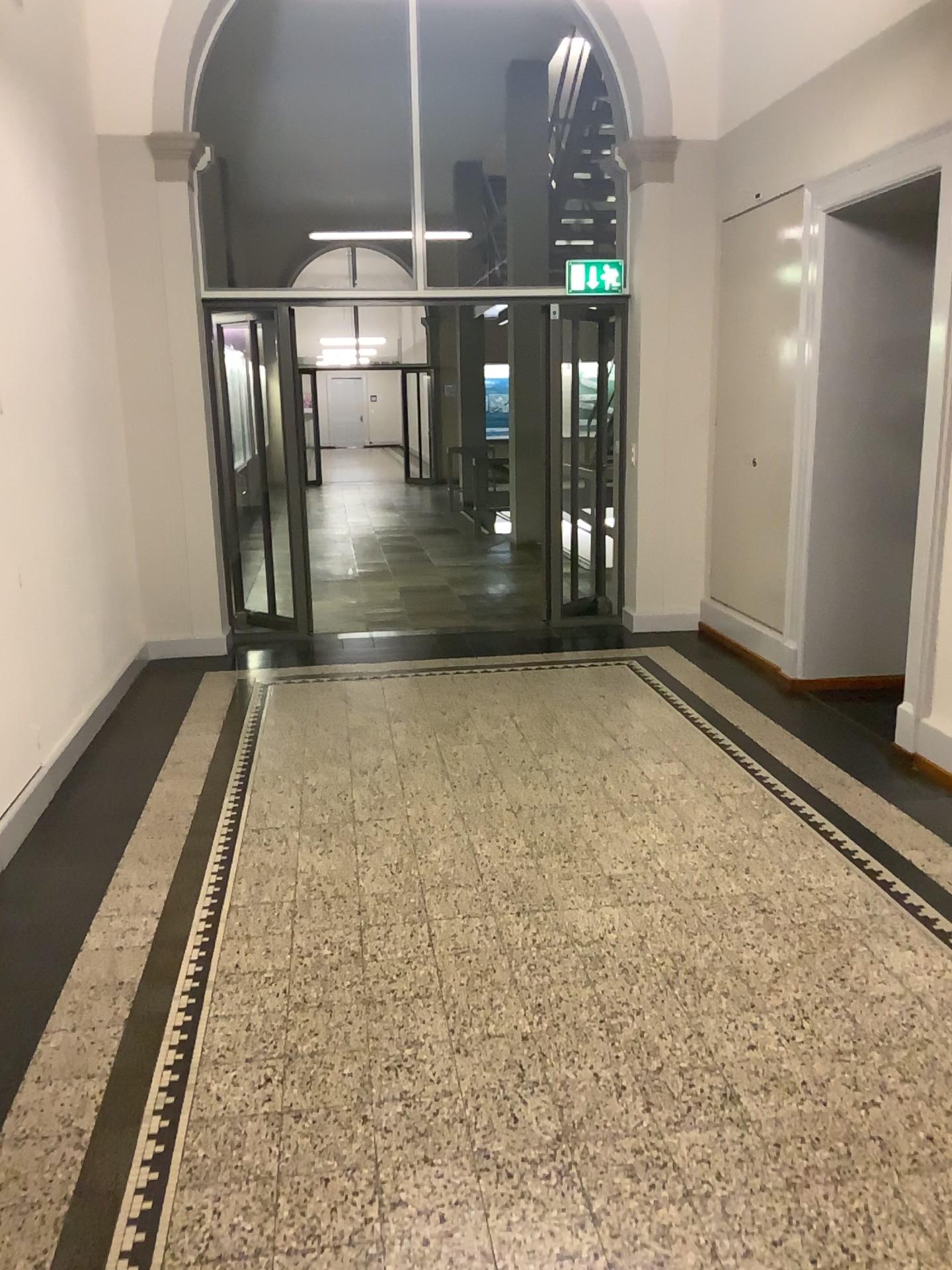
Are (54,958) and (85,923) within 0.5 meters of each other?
yes
